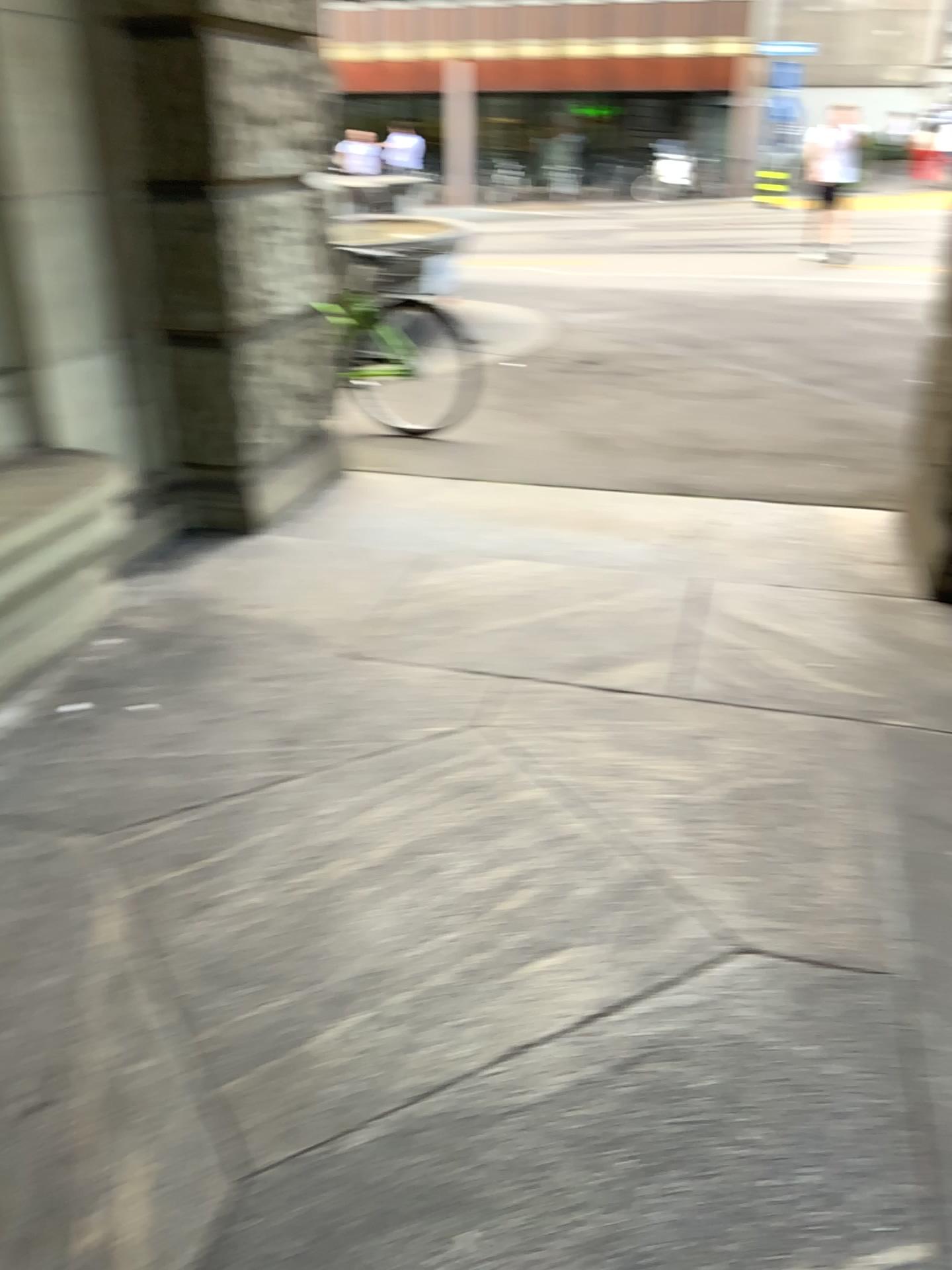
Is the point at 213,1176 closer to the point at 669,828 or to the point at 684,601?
the point at 669,828
